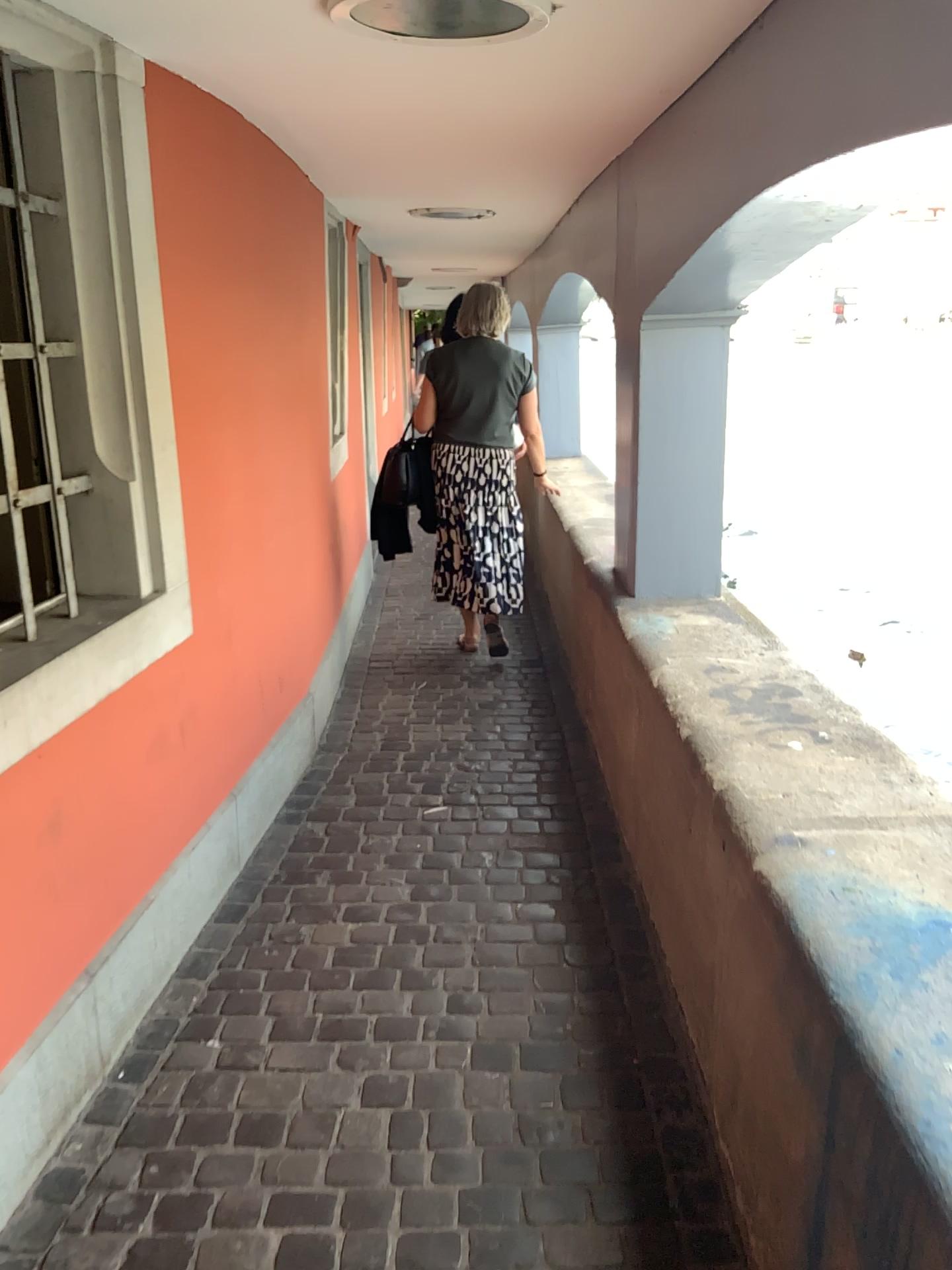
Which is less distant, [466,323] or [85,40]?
[85,40]

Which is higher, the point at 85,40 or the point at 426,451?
the point at 85,40

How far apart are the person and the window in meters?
2.2 m

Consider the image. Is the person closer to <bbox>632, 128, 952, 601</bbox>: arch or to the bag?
the bag

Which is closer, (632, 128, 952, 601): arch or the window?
the window

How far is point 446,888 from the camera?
2.8 meters

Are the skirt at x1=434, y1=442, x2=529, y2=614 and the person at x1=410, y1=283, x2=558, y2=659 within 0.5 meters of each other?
yes

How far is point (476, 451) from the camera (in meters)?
4.56

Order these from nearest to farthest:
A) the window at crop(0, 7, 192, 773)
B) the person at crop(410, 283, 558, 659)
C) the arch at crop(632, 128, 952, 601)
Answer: the window at crop(0, 7, 192, 773) < the arch at crop(632, 128, 952, 601) < the person at crop(410, 283, 558, 659)

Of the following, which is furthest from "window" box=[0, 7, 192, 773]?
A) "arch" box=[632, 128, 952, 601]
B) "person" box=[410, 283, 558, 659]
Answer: "person" box=[410, 283, 558, 659]
